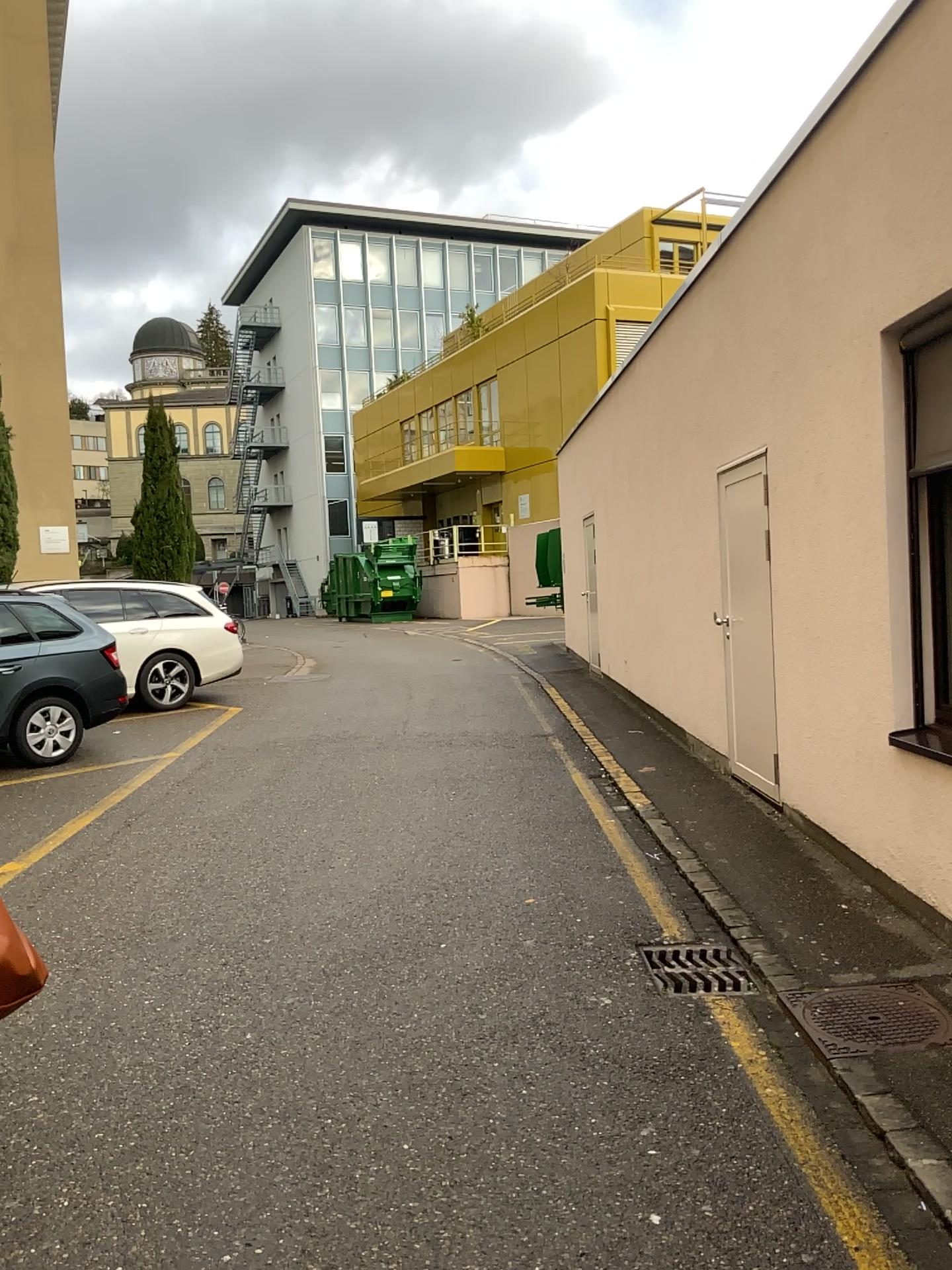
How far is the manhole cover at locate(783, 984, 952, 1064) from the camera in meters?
3.4 m

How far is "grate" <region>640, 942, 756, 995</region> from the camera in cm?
393

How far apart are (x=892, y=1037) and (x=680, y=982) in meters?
0.8

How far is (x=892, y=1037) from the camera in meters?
3.4 m

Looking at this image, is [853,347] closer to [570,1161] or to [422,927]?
[422,927]

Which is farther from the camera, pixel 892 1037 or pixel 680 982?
pixel 680 982

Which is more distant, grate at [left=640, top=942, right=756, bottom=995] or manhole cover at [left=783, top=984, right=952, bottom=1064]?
grate at [left=640, top=942, right=756, bottom=995]
